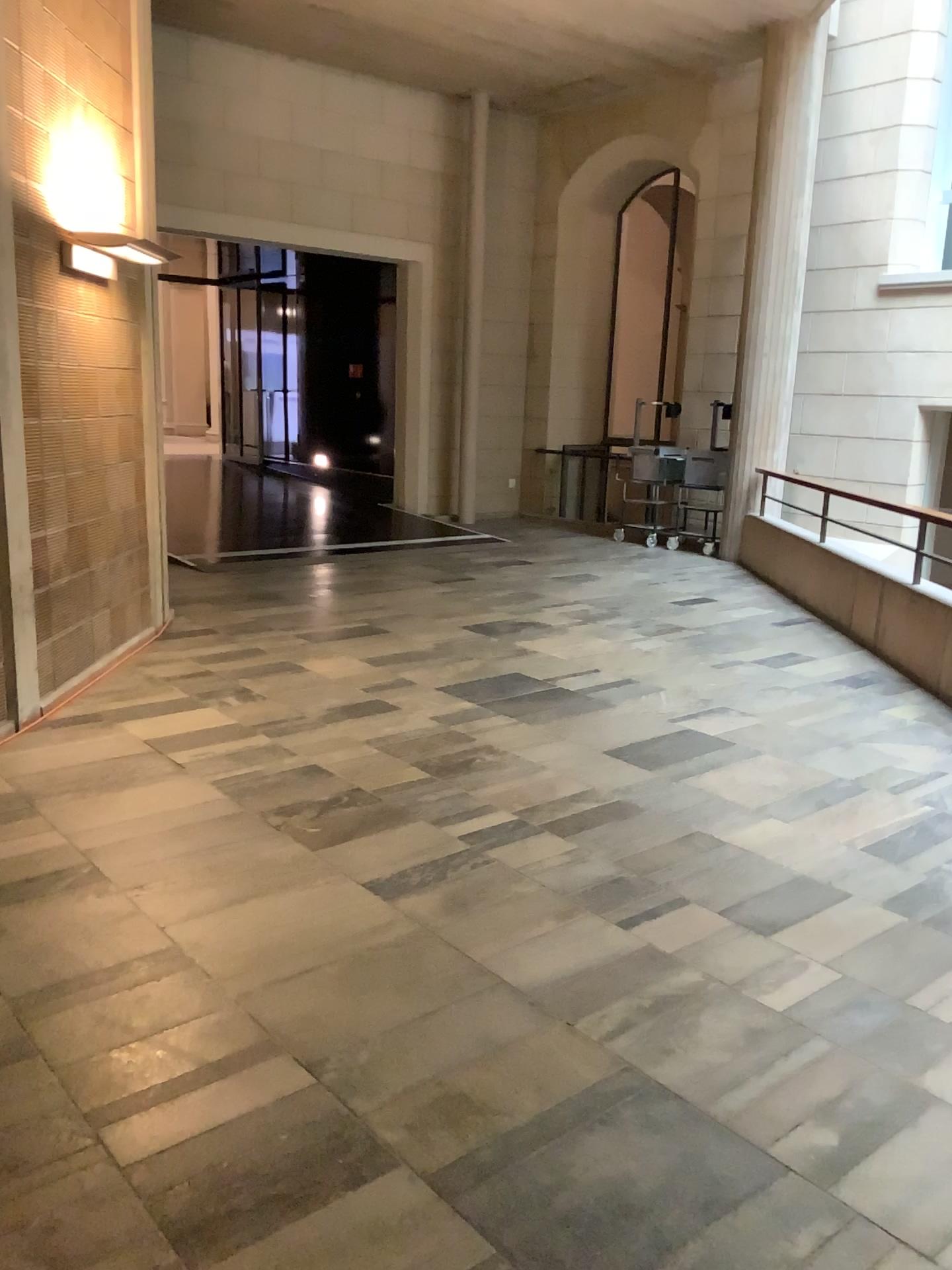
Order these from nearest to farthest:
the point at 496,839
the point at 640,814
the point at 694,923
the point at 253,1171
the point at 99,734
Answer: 1. the point at 253,1171
2. the point at 694,923
3. the point at 496,839
4. the point at 640,814
5. the point at 99,734
